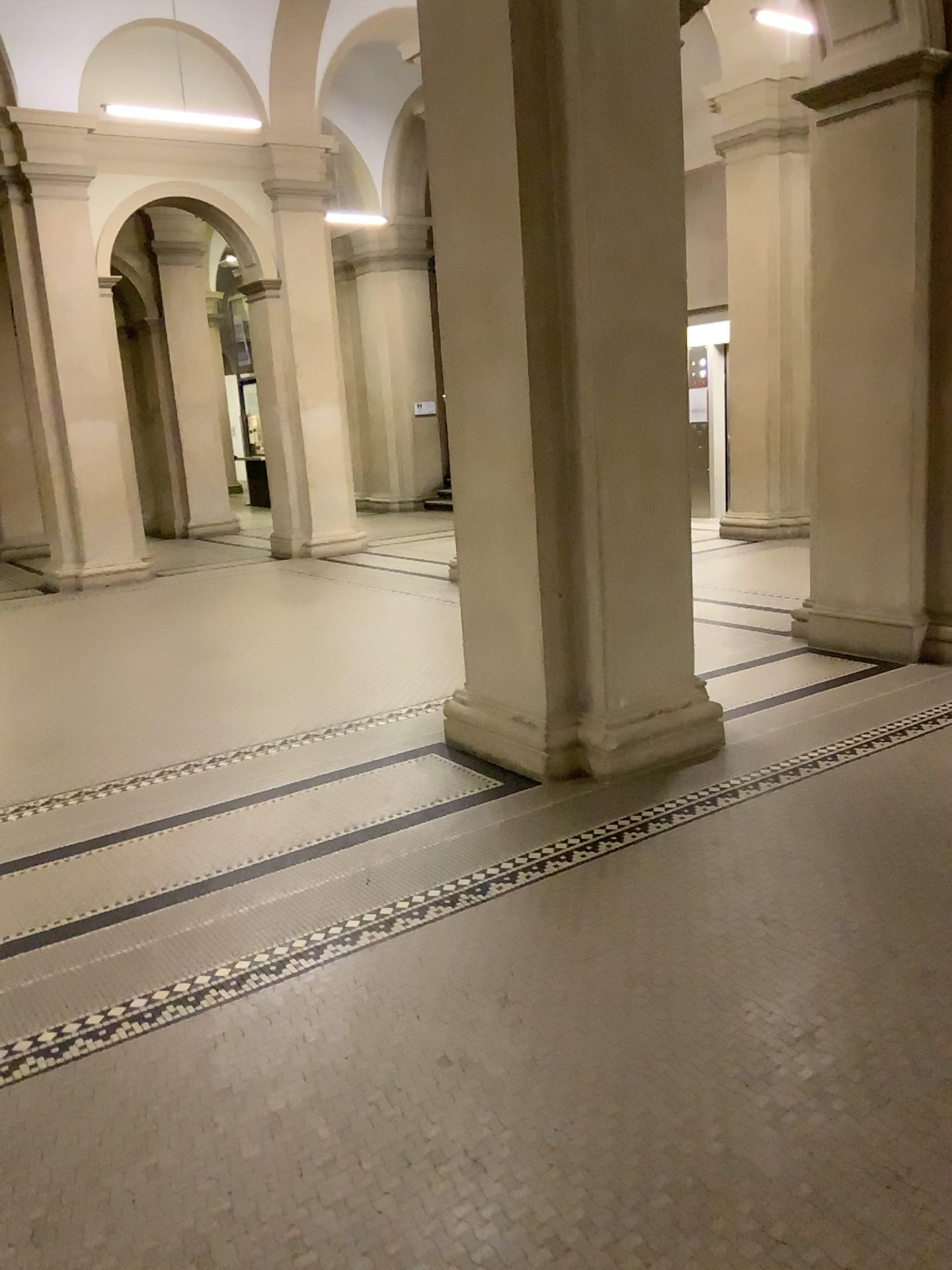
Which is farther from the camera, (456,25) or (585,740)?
(585,740)

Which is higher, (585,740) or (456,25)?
(456,25)

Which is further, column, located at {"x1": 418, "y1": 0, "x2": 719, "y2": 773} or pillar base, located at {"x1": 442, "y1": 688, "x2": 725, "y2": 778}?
pillar base, located at {"x1": 442, "y1": 688, "x2": 725, "y2": 778}

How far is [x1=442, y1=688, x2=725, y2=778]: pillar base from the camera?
4.50m

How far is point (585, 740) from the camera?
4.5m

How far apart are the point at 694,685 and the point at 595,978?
2.14m
